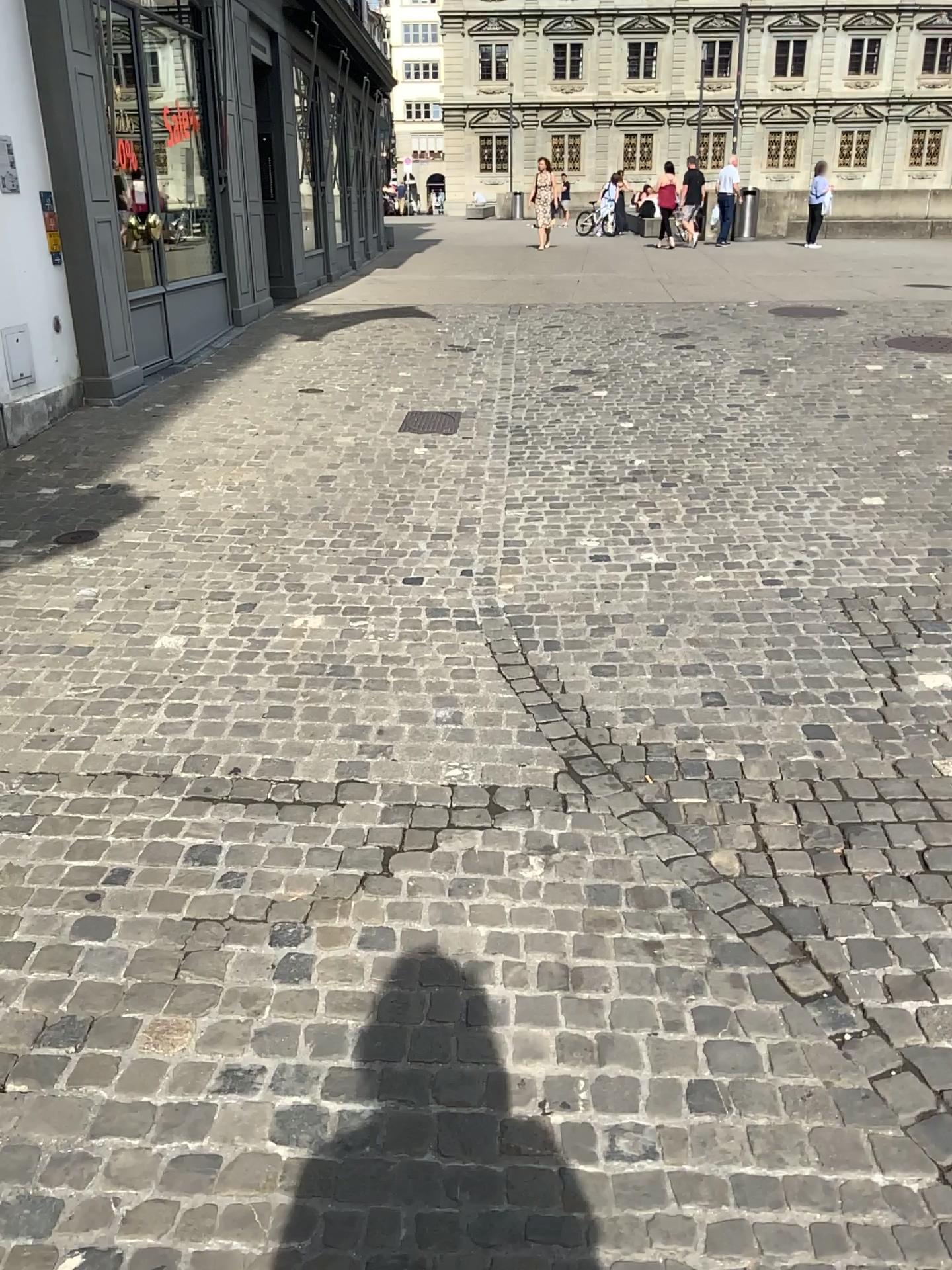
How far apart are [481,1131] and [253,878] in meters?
0.9
